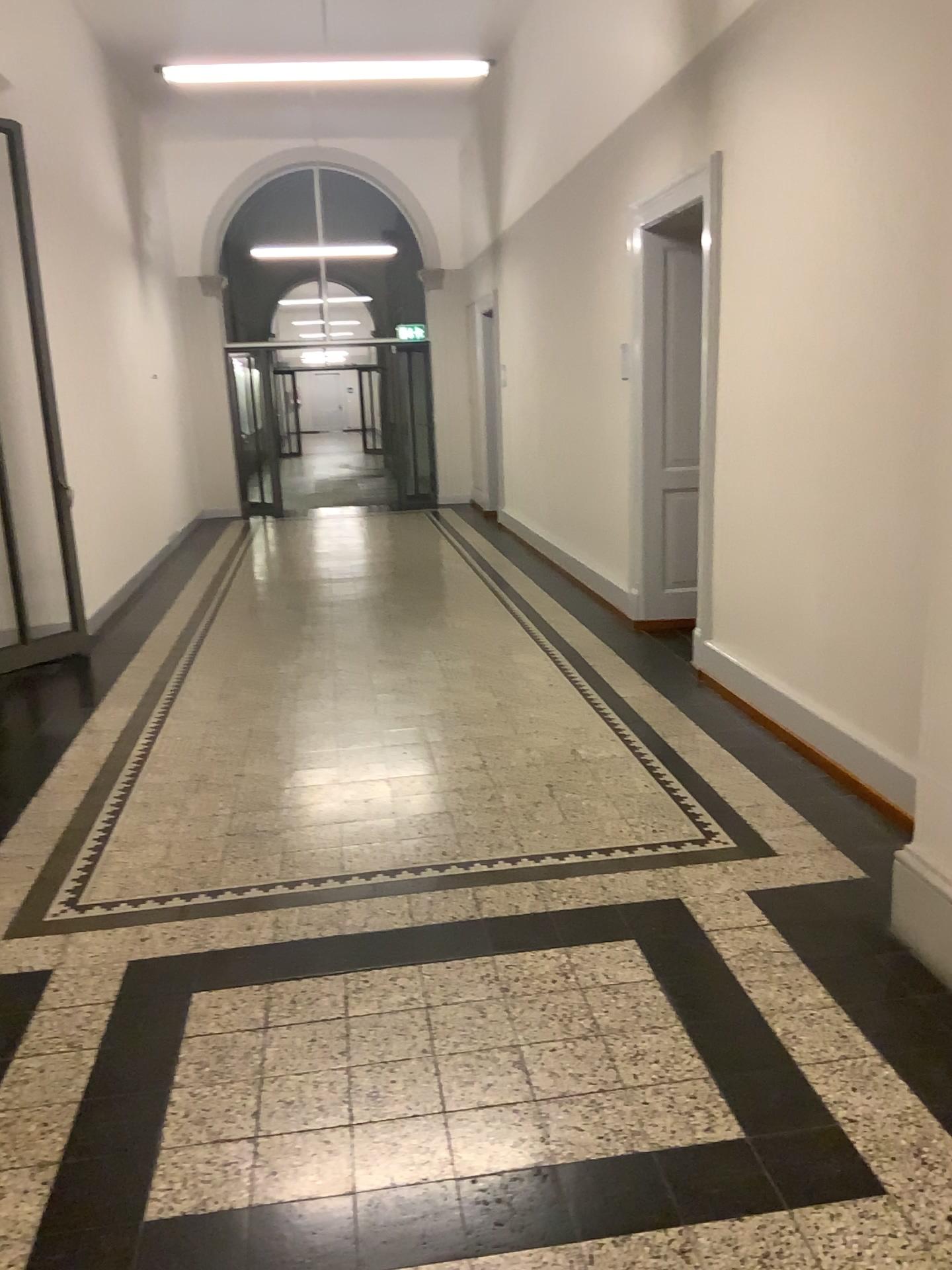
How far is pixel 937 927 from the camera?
2.56m

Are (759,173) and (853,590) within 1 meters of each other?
no

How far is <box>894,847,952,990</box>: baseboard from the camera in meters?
2.6
